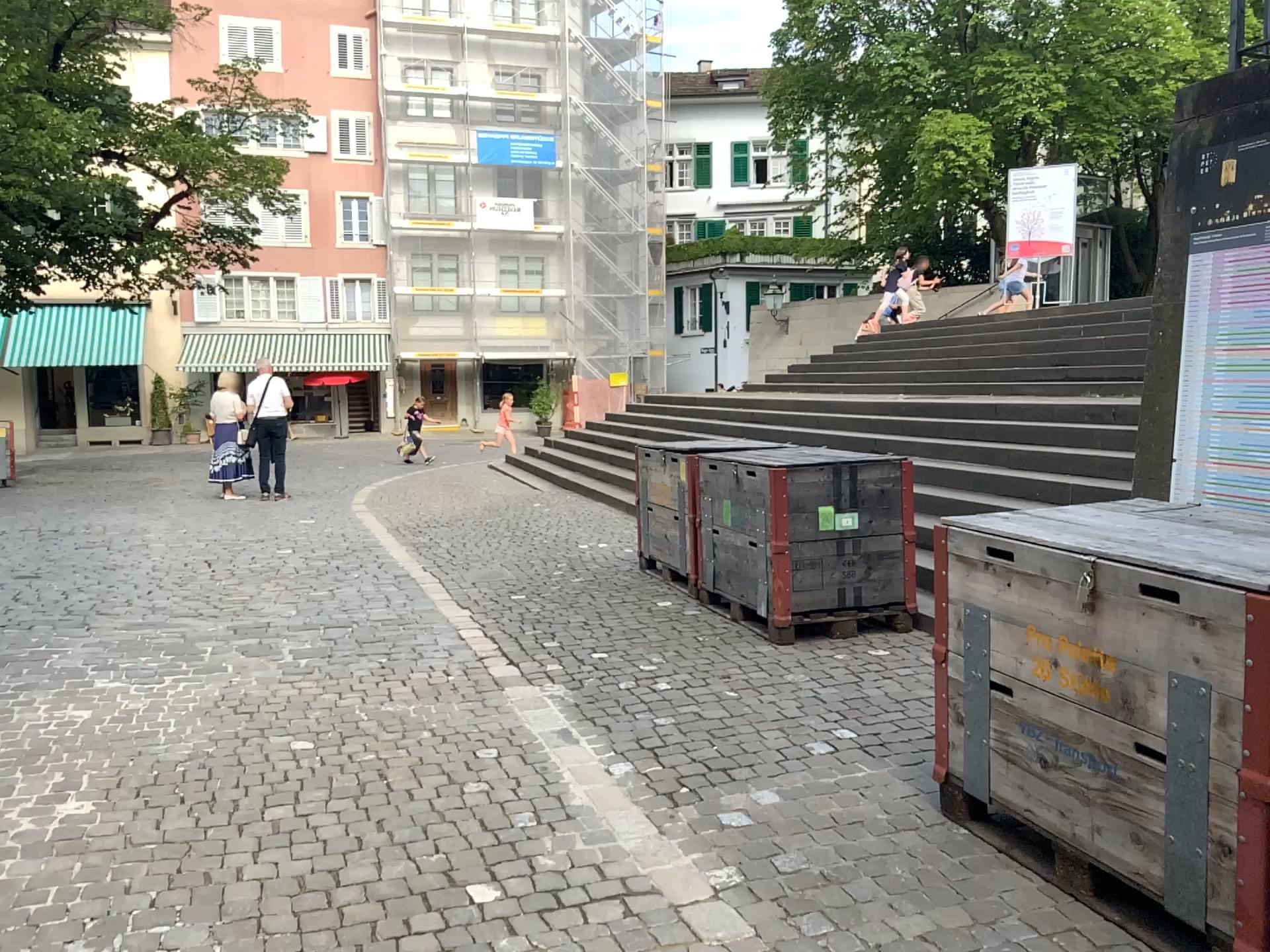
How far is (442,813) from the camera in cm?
361
